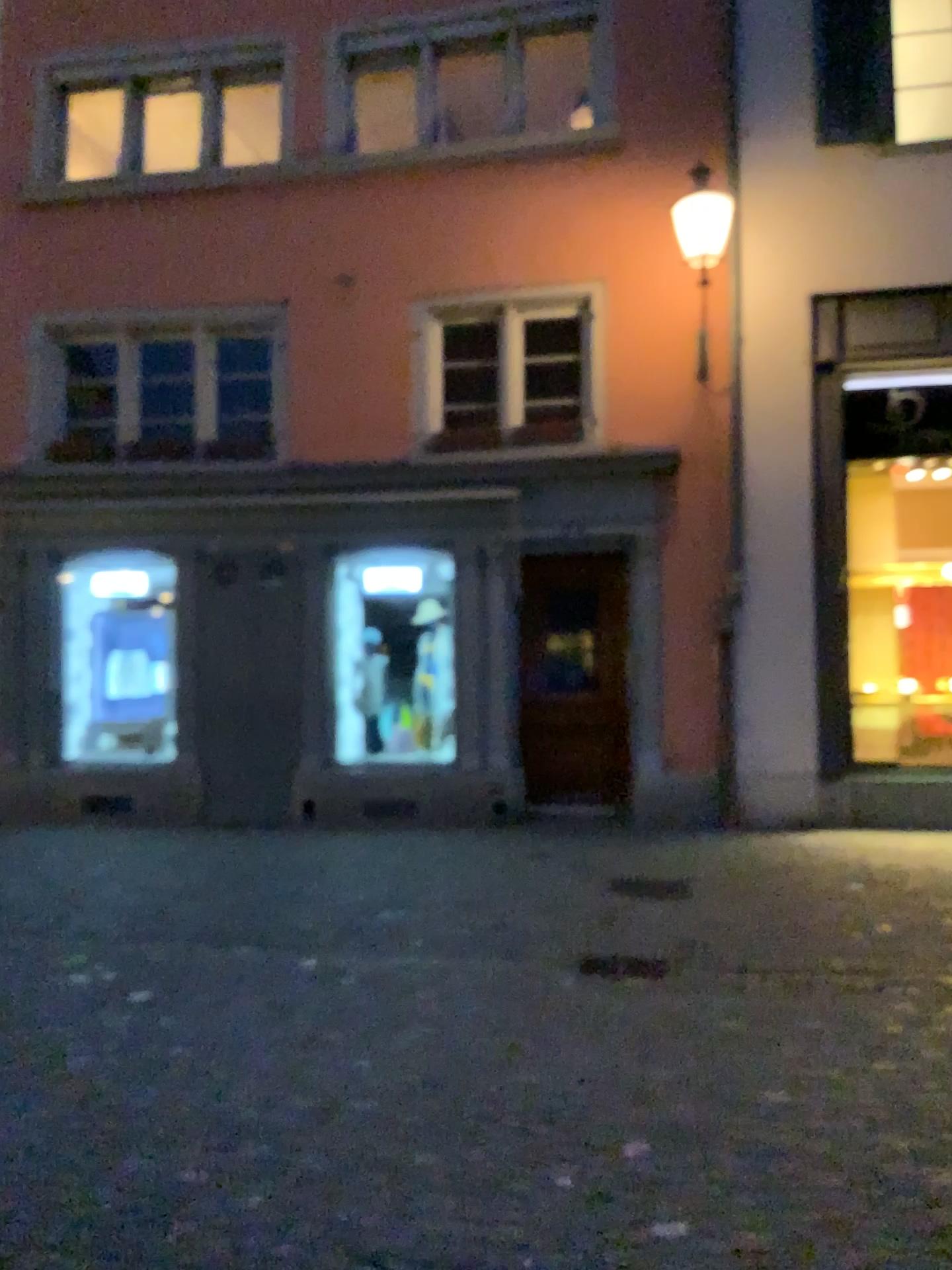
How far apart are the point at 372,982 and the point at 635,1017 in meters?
1.2 m
